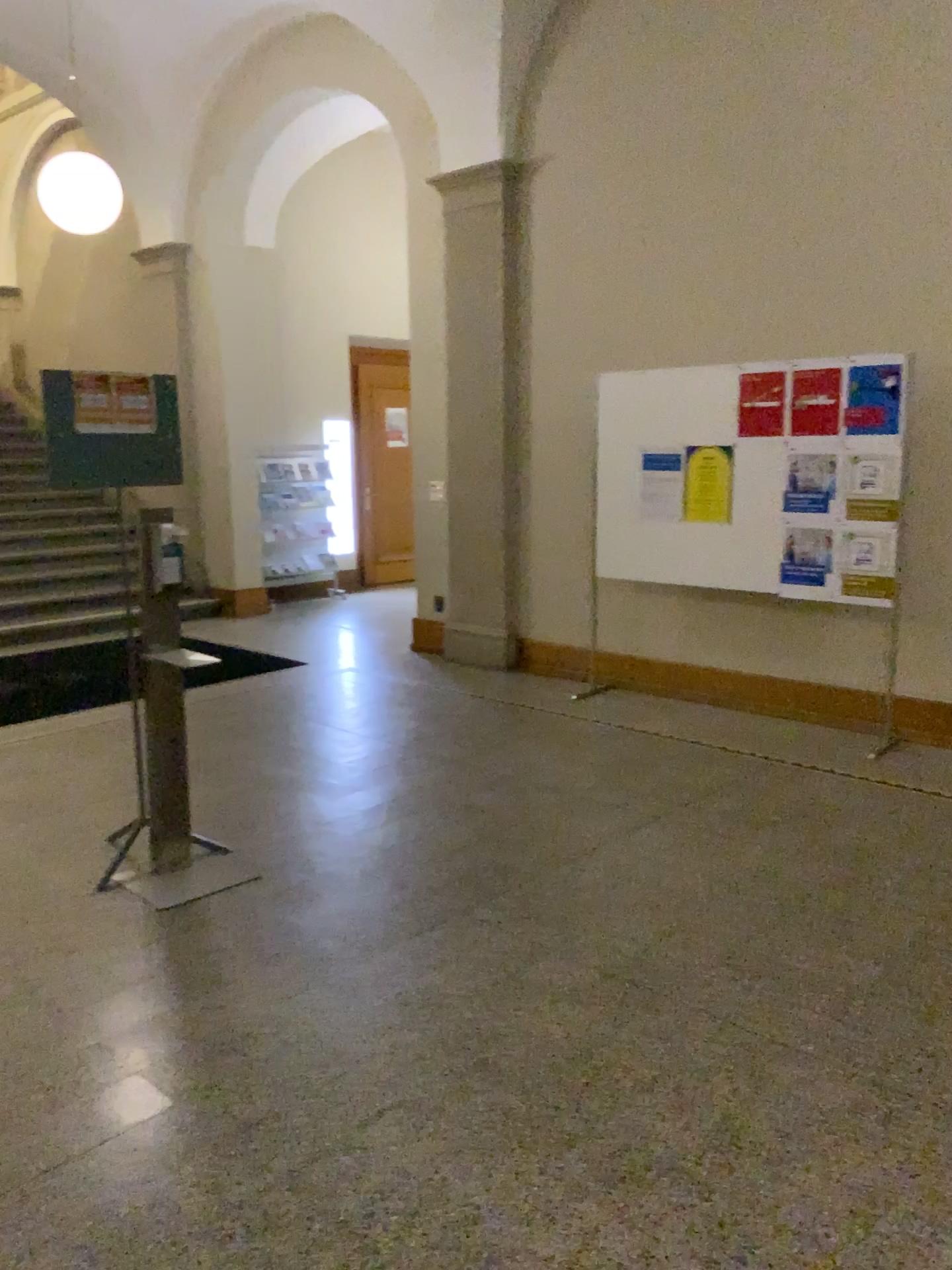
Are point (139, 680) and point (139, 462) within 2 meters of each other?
yes
